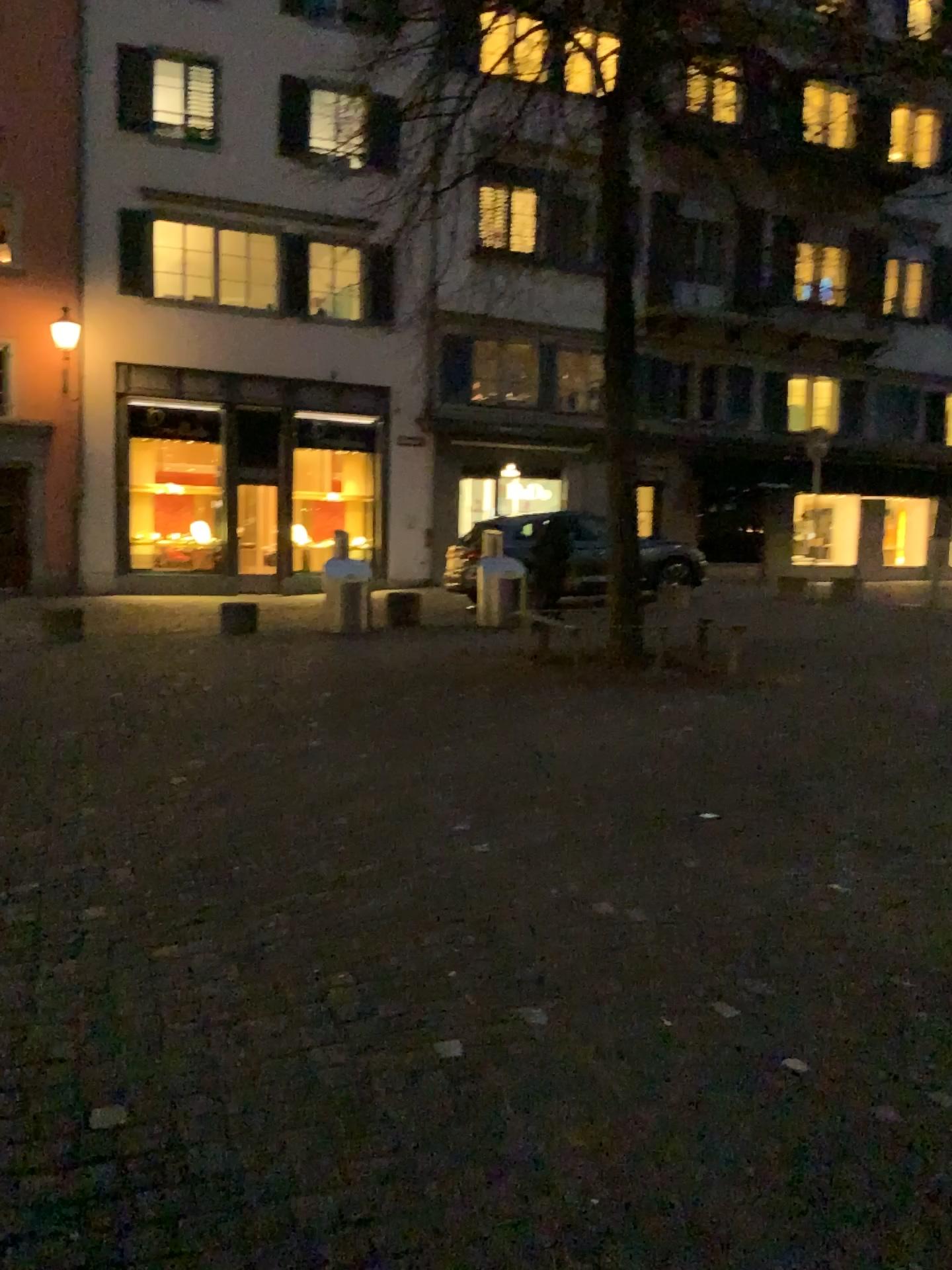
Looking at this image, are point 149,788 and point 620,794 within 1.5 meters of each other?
no
